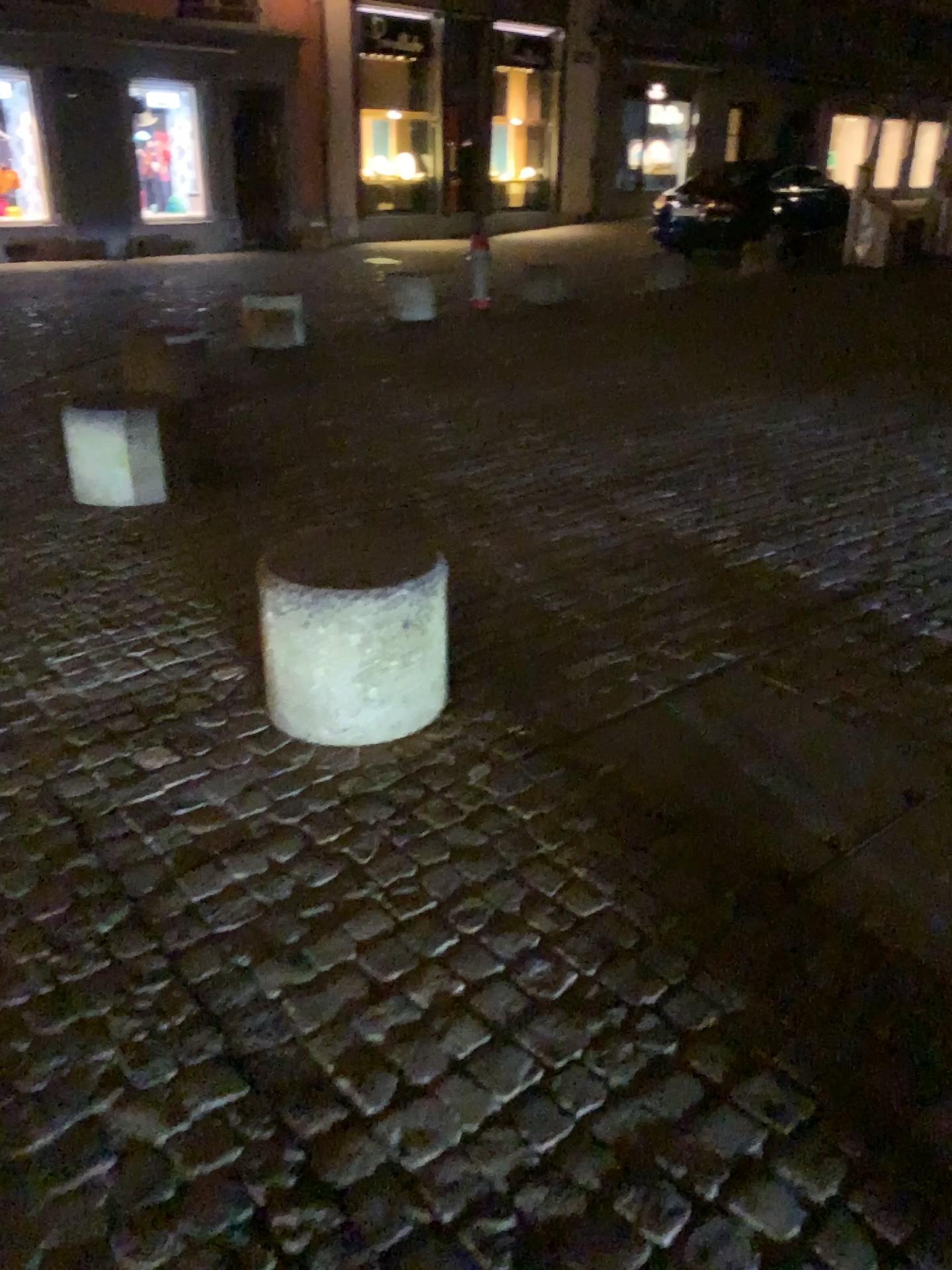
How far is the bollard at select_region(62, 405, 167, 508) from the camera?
4.3 meters

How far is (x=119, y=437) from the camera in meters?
4.3

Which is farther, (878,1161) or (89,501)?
(89,501)
